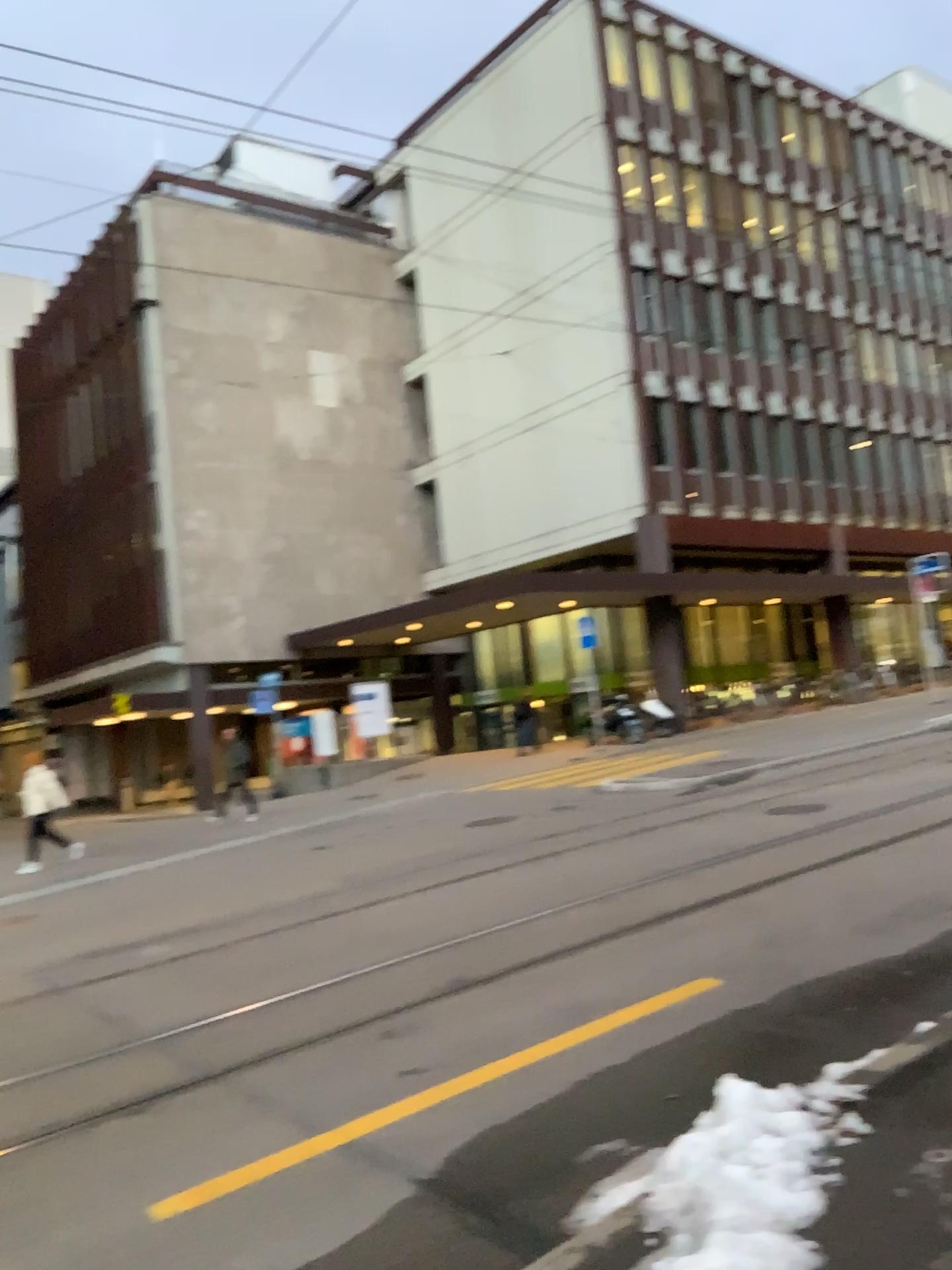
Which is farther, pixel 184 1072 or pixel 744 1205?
pixel 184 1072
